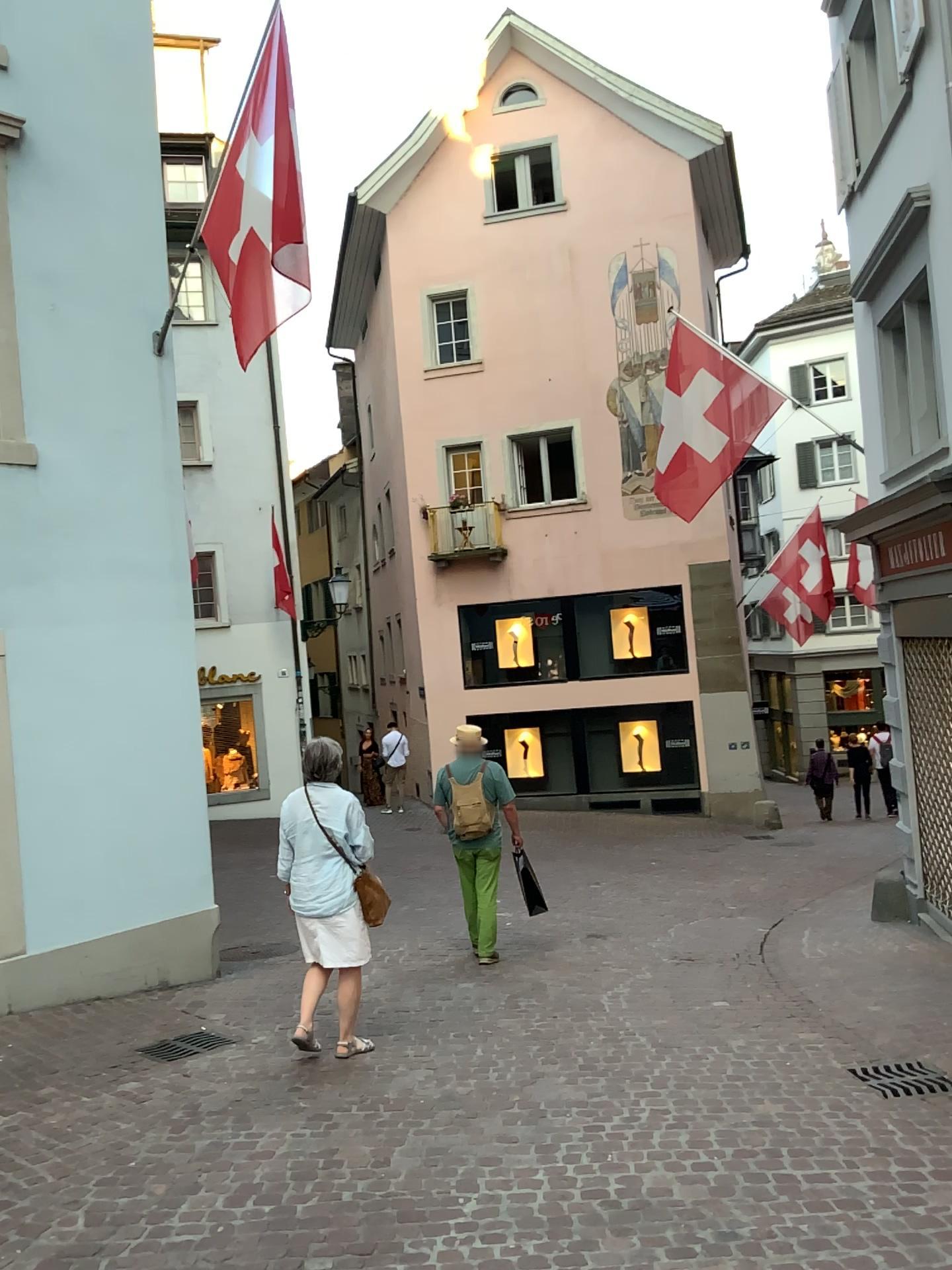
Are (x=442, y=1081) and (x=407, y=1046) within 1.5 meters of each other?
yes
